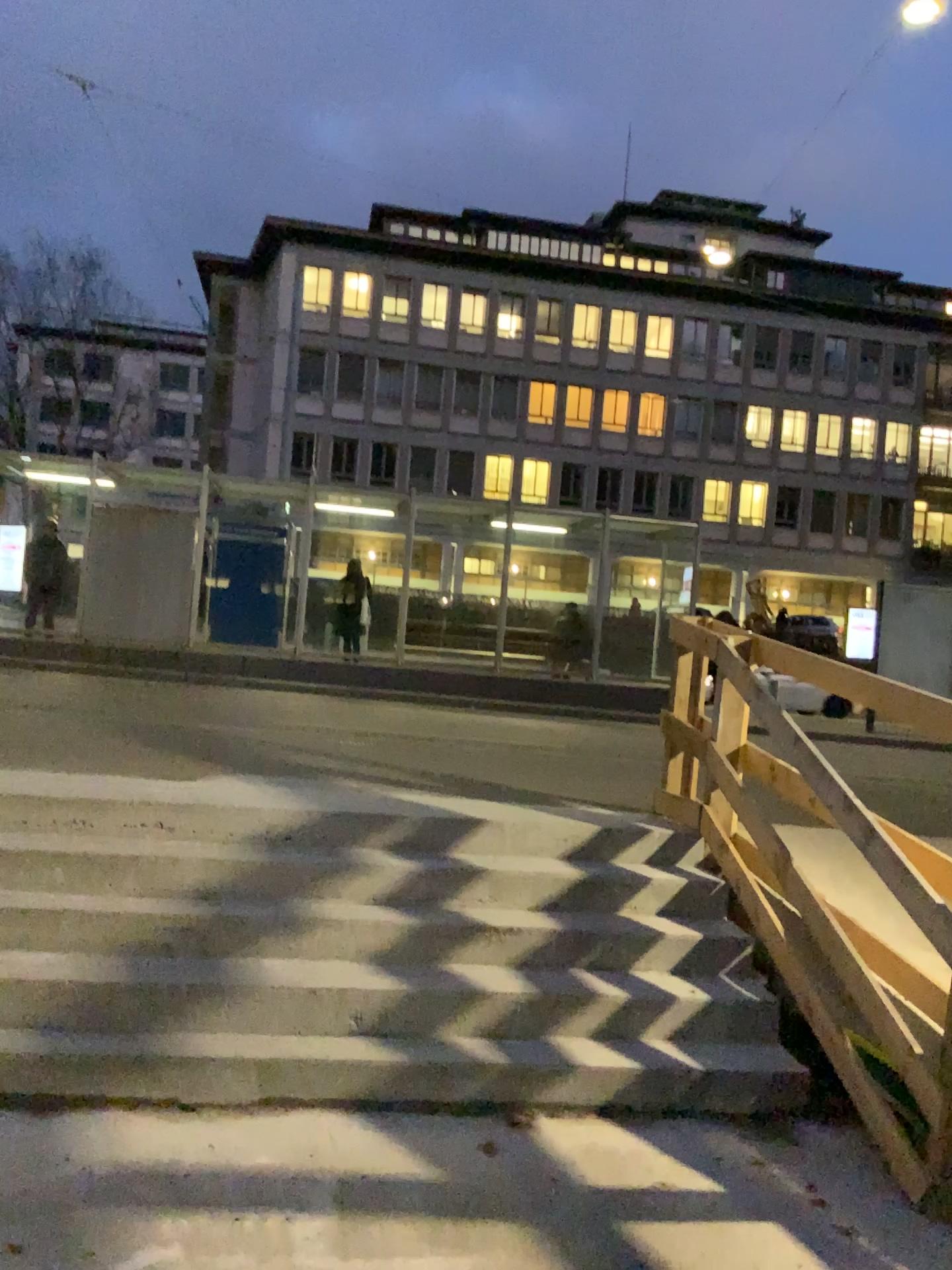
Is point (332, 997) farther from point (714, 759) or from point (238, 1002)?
point (714, 759)
